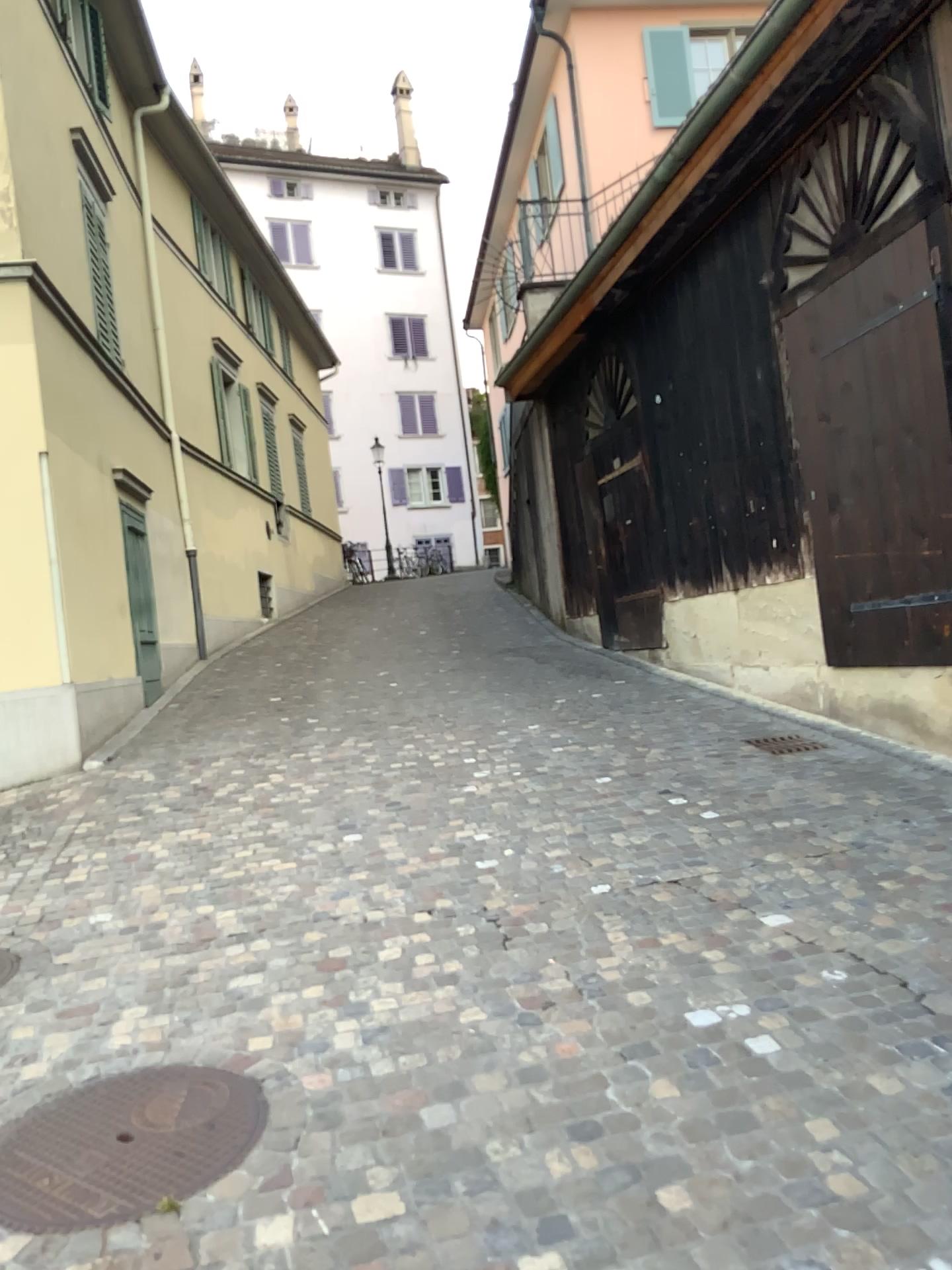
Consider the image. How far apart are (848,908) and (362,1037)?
1.83m
